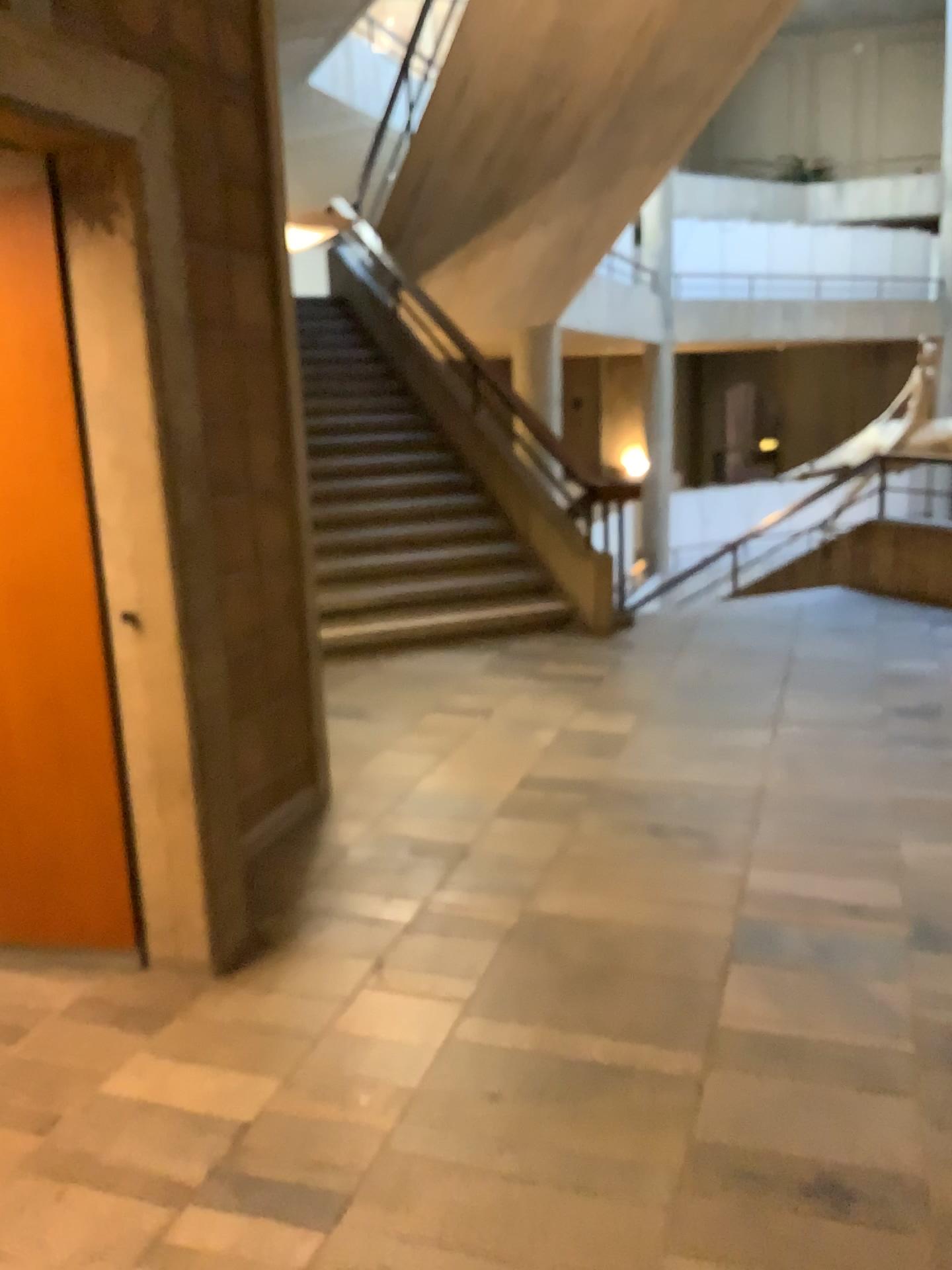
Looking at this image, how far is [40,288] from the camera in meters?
2.6 m

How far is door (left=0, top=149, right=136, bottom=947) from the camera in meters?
2.6 m

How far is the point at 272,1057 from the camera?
2.5m
